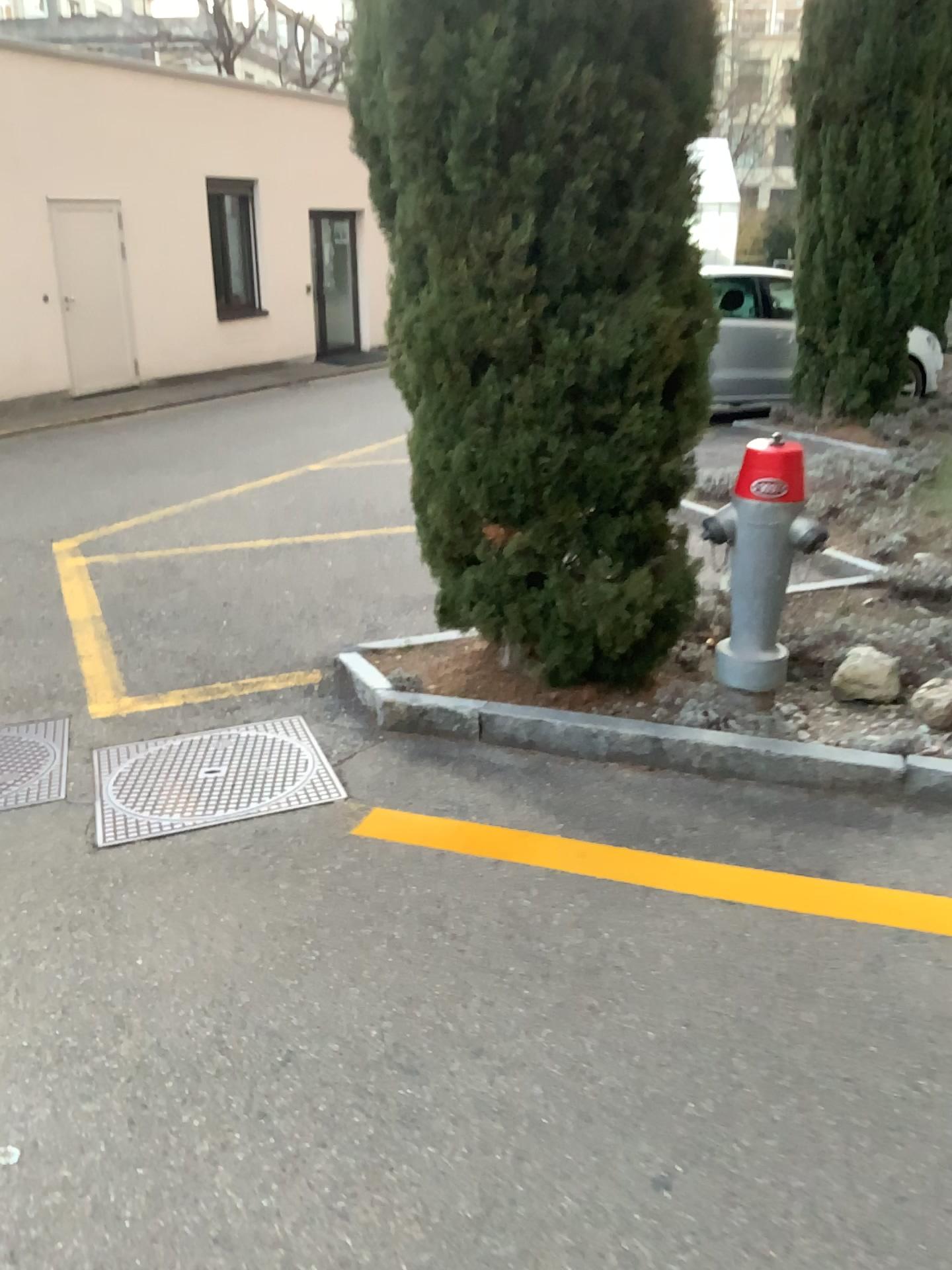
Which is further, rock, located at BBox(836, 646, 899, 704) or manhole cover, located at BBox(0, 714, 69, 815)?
rock, located at BBox(836, 646, 899, 704)

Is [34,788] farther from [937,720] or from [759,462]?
[937,720]

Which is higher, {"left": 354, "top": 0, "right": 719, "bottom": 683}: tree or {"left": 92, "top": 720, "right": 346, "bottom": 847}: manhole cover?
{"left": 354, "top": 0, "right": 719, "bottom": 683}: tree

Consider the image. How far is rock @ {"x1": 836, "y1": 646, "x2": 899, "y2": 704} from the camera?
3.5 meters

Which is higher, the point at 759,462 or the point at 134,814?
the point at 759,462

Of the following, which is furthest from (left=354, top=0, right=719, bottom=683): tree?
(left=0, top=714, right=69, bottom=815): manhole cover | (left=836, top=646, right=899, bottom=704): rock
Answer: (left=0, top=714, right=69, bottom=815): manhole cover

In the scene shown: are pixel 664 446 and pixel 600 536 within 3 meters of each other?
yes

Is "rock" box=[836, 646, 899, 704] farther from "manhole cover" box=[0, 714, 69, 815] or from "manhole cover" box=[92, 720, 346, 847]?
"manhole cover" box=[0, 714, 69, 815]

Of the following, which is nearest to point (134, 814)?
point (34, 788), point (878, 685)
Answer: point (34, 788)

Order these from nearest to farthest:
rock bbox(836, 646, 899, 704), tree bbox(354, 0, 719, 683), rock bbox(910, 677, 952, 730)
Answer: tree bbox(354, 0, 719, 683)
rock bbox(910, 677, 952, 730)
rock bbox(836, 646, 899, 704)
